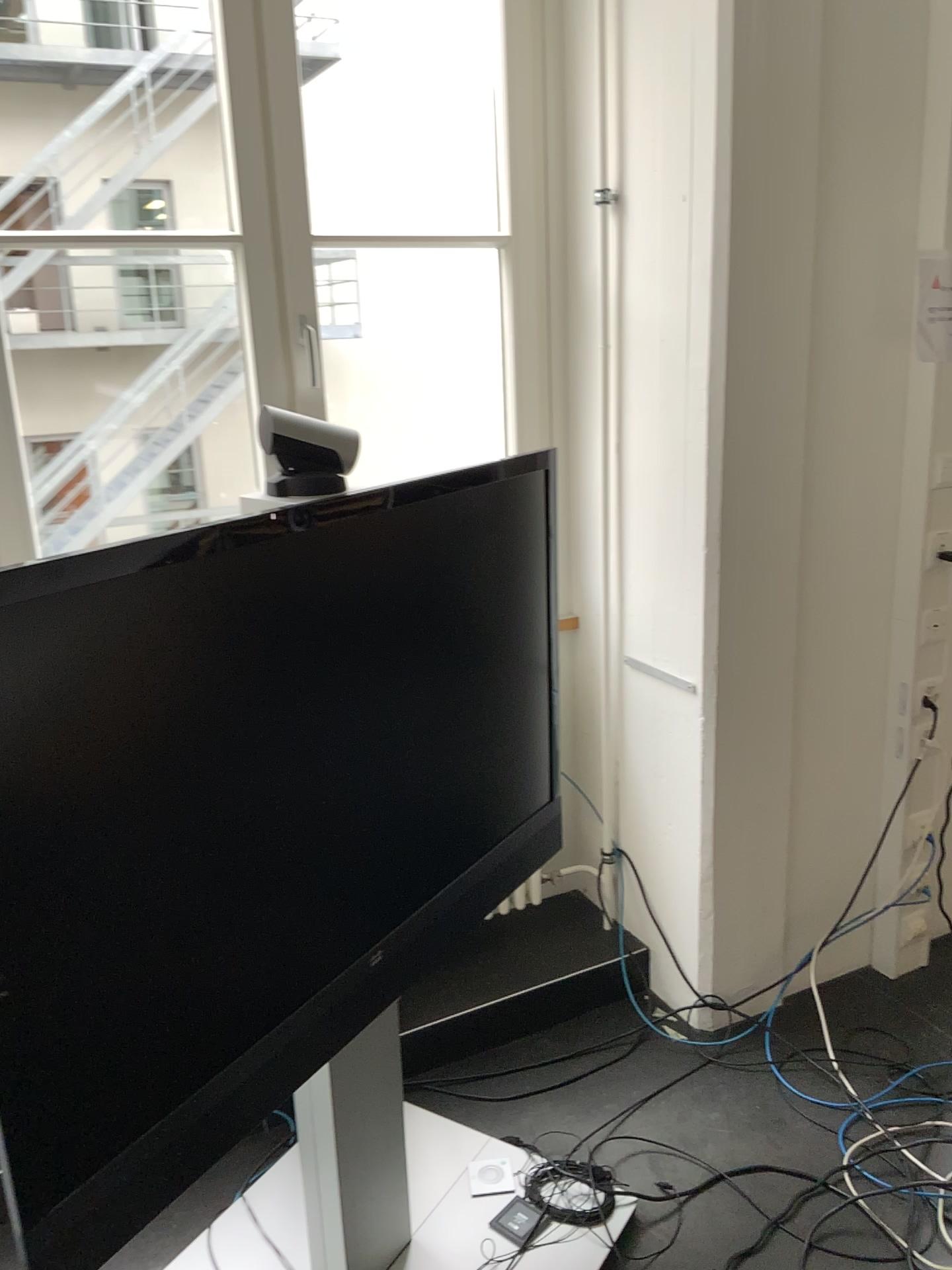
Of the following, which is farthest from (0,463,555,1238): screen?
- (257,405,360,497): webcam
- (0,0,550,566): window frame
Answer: (0,0,550,566): window frame

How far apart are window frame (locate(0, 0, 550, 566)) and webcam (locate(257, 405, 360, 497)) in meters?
0.8

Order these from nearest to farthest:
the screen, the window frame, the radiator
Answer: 1. the screen
2. the window frame
3. the radiator

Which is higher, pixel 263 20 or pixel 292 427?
pixel 263 20

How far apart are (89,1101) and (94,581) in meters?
0.6

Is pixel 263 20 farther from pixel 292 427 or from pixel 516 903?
pixel 516 903

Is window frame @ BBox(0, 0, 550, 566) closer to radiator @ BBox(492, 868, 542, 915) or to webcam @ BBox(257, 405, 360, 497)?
webcam @ BBox(257, 405, 360, 497)

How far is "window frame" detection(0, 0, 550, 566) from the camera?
2.1m

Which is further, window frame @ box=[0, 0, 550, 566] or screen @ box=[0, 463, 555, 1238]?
window frame @ box=[0, 0, 550, 566]

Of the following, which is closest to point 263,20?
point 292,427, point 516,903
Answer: point 292,427
